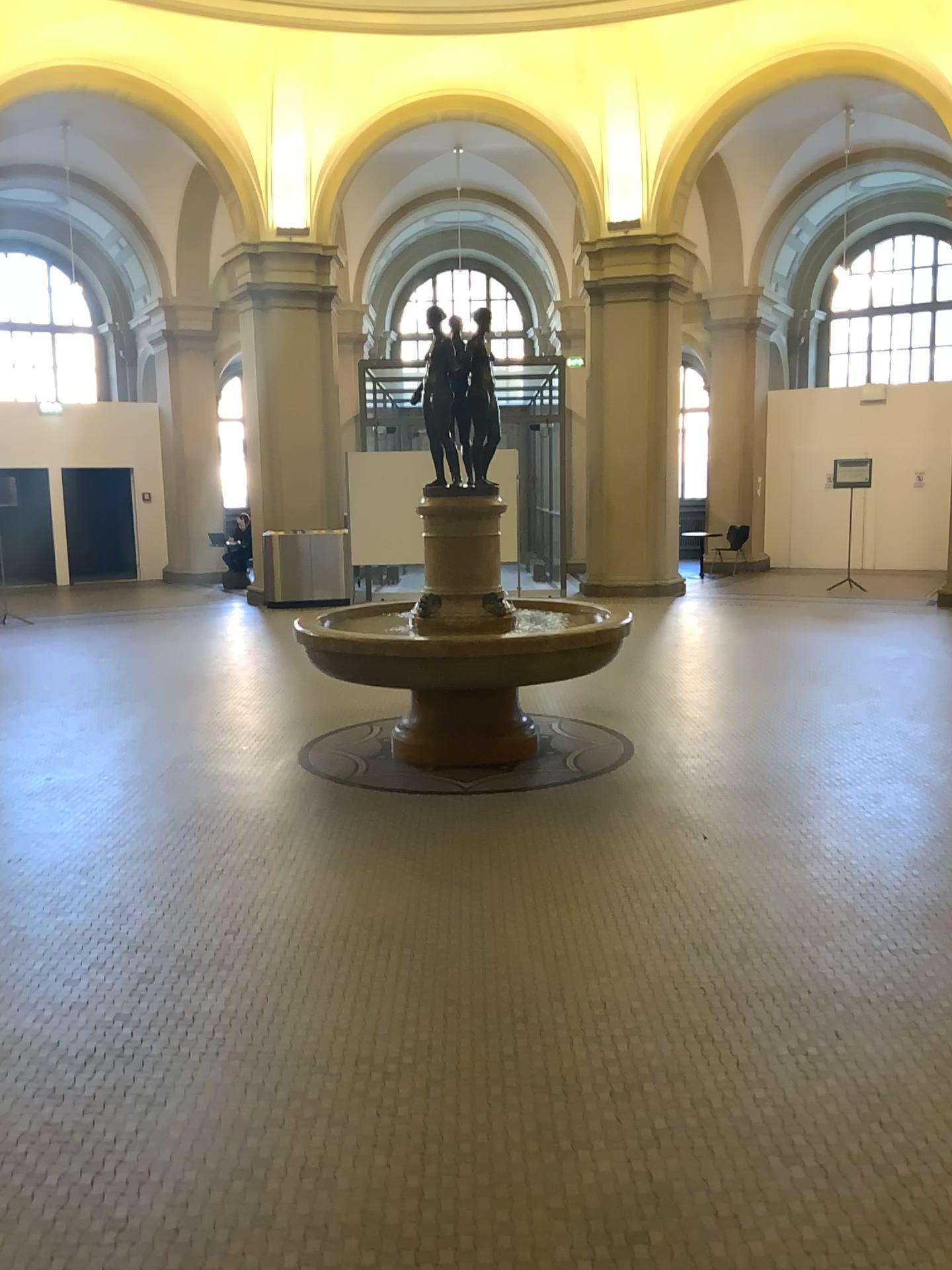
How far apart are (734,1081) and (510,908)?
1.3m
